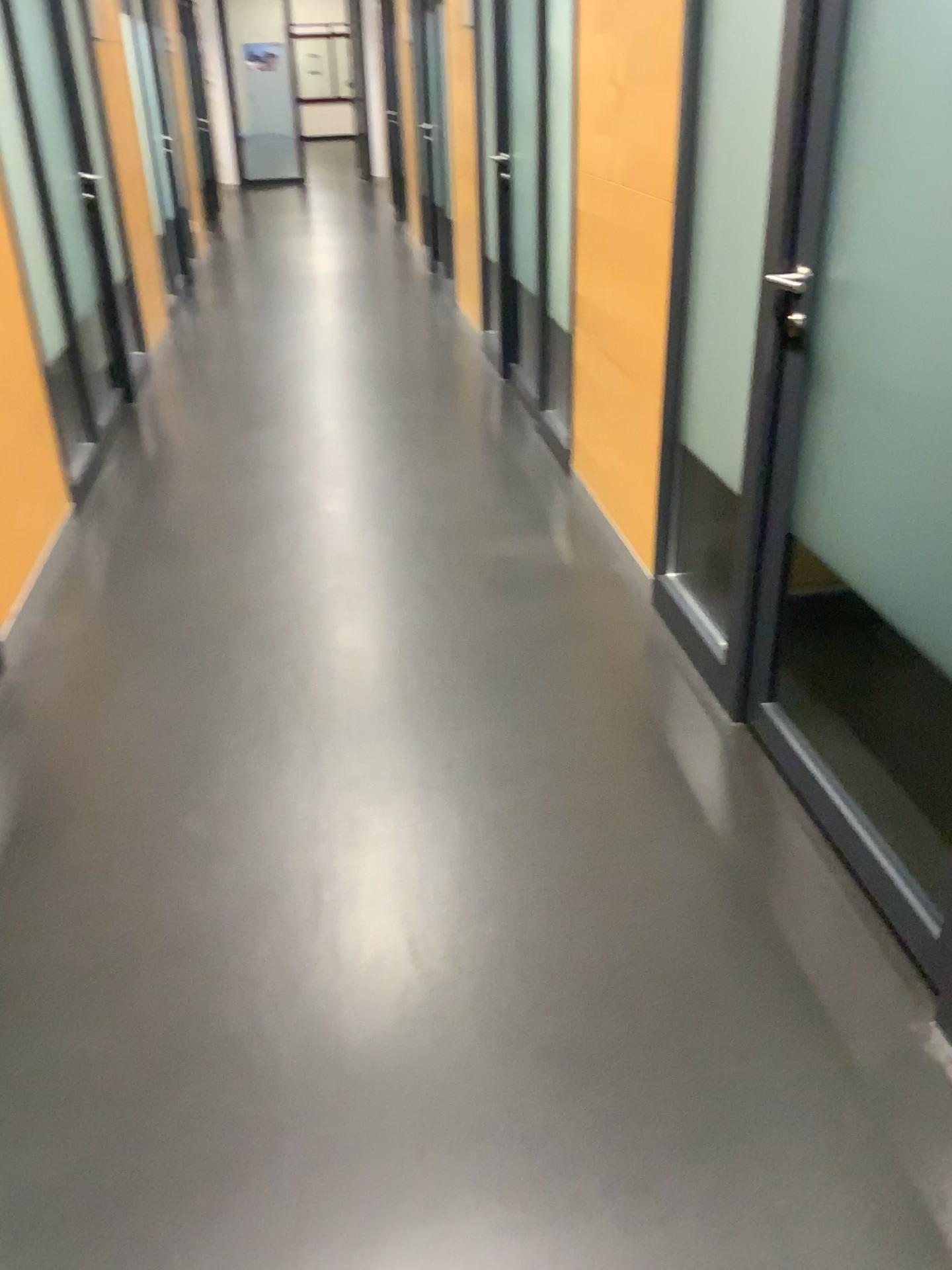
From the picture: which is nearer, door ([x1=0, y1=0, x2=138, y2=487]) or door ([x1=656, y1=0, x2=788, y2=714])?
door ([x1=656, y1=0, x2=788, y2=714])

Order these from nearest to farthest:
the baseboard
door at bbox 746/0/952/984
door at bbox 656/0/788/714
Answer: door at bbox 746/0/952/984 < door at bbox 656/0/788/714 < the baseboard

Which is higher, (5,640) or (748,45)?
(748,45)

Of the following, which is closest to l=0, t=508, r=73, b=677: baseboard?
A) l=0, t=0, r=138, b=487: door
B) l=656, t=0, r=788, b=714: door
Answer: l=0, t=0, r=138, b=487: door

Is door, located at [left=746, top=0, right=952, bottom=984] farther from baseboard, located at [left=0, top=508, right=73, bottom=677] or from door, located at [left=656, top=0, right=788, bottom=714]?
baseboard, located at [left=0, top=508, right=73, bottom=677]

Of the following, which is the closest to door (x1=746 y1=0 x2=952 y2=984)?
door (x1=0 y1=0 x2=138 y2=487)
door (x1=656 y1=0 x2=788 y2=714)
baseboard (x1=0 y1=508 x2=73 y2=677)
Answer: door (x1=656 y1=0 x2=788 y2=714)

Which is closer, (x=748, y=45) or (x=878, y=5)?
(x=878, y=5)

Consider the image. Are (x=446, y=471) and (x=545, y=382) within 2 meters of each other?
yes

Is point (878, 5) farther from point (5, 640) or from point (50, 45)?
point (50, 45)
